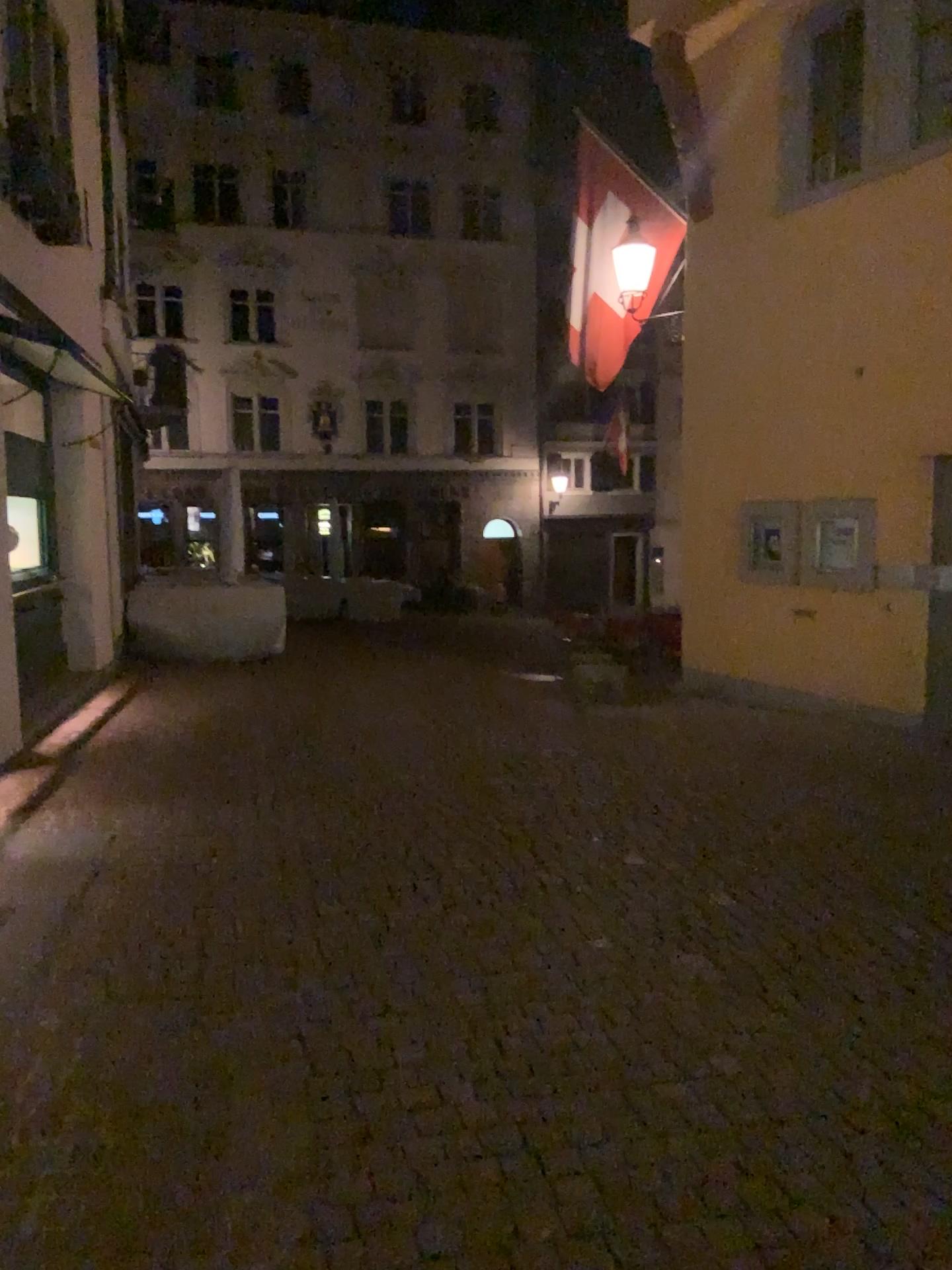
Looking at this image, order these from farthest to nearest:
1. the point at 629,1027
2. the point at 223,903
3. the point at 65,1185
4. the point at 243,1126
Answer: the point at 223,903
the point at 629,1027
the point at 243,1126
the point at 65,1185
